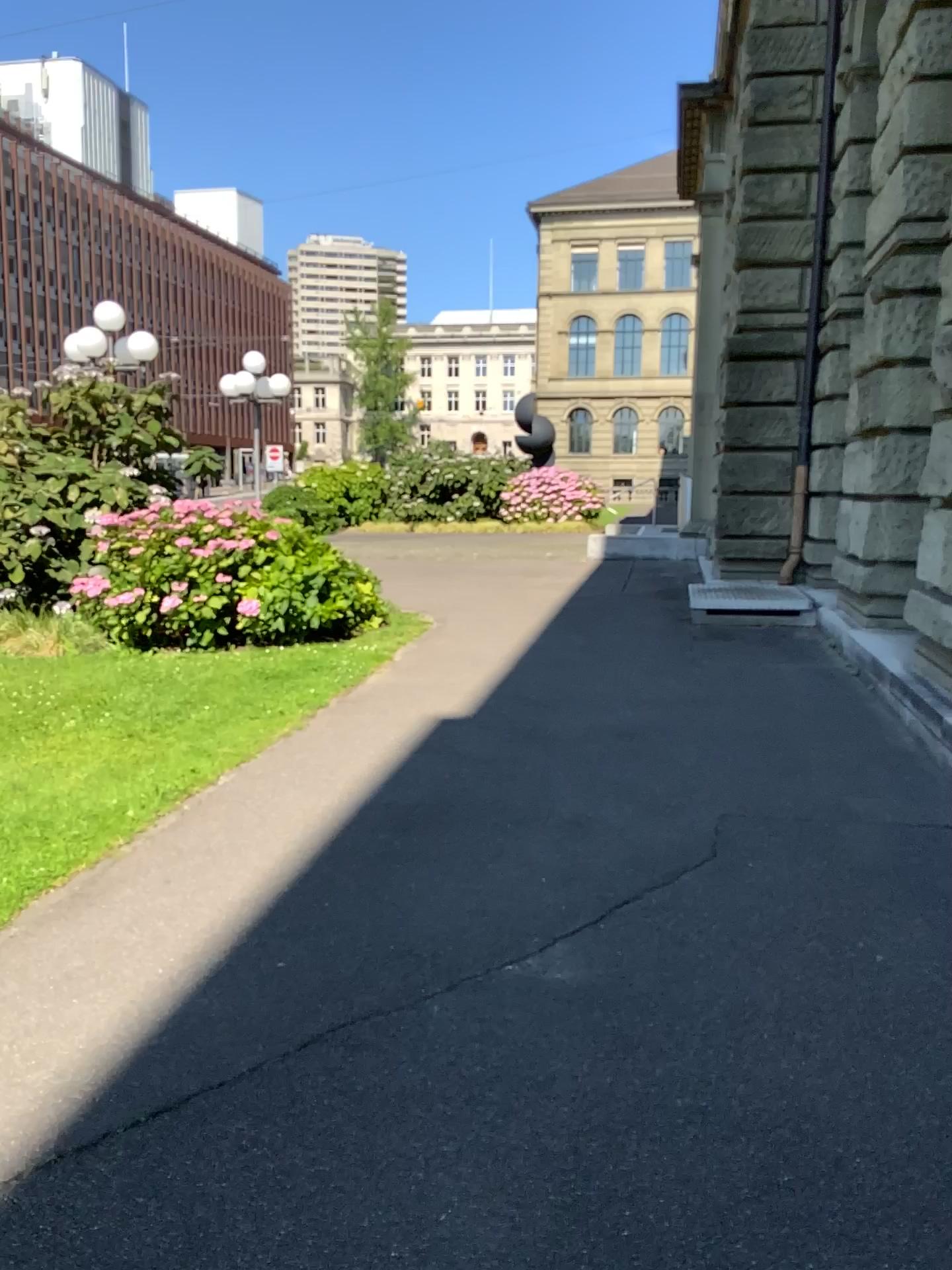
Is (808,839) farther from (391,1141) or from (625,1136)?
(391,1141)
